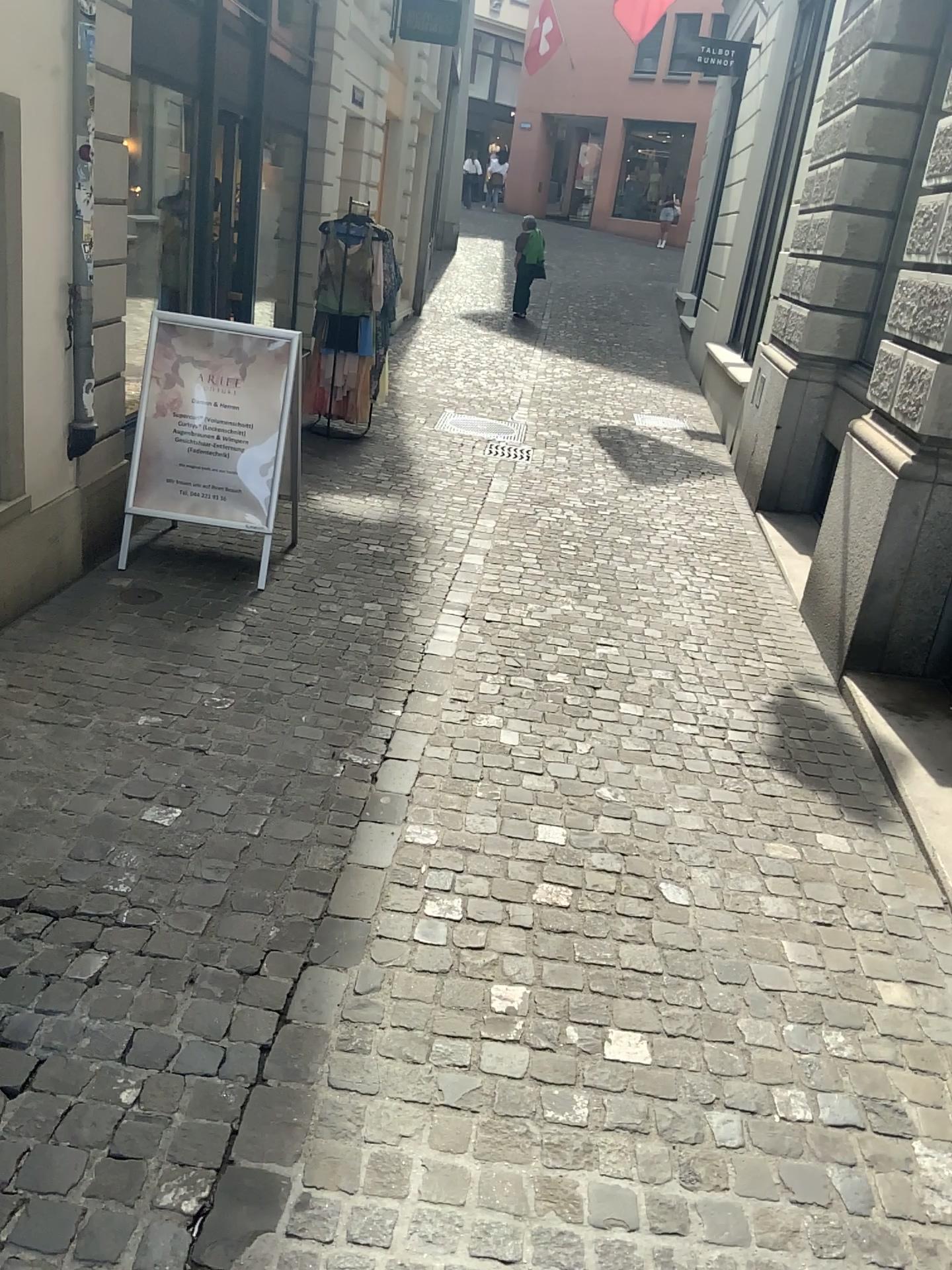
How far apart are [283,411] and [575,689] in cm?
188

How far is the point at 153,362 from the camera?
4.7 meters

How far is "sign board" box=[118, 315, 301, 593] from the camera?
4.7m
